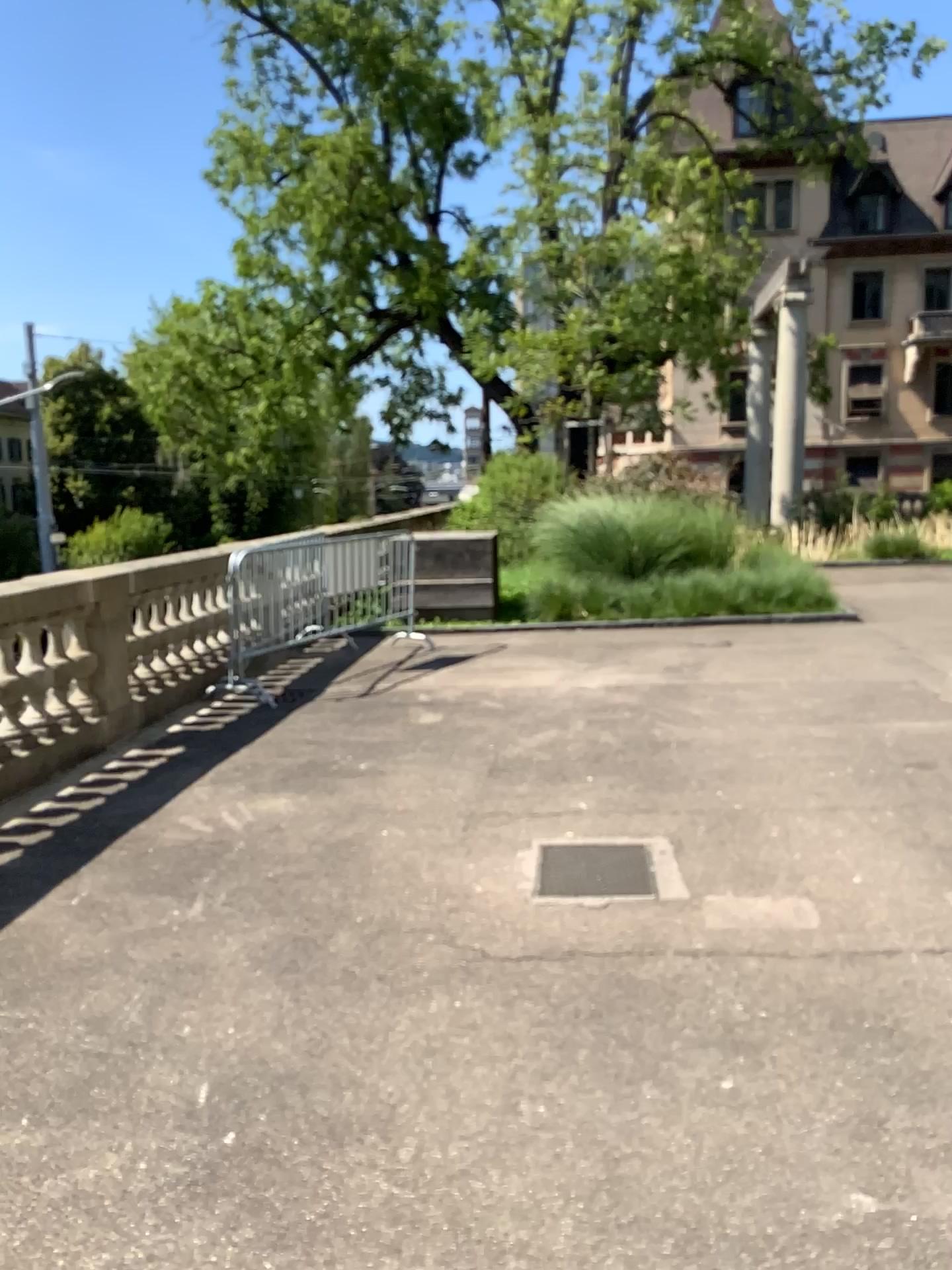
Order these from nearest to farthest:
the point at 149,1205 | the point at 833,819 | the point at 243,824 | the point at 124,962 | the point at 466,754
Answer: the point at 149,1205
the point at 124,962
the point at 833,819
the point at 243,824
the point at 466,754
